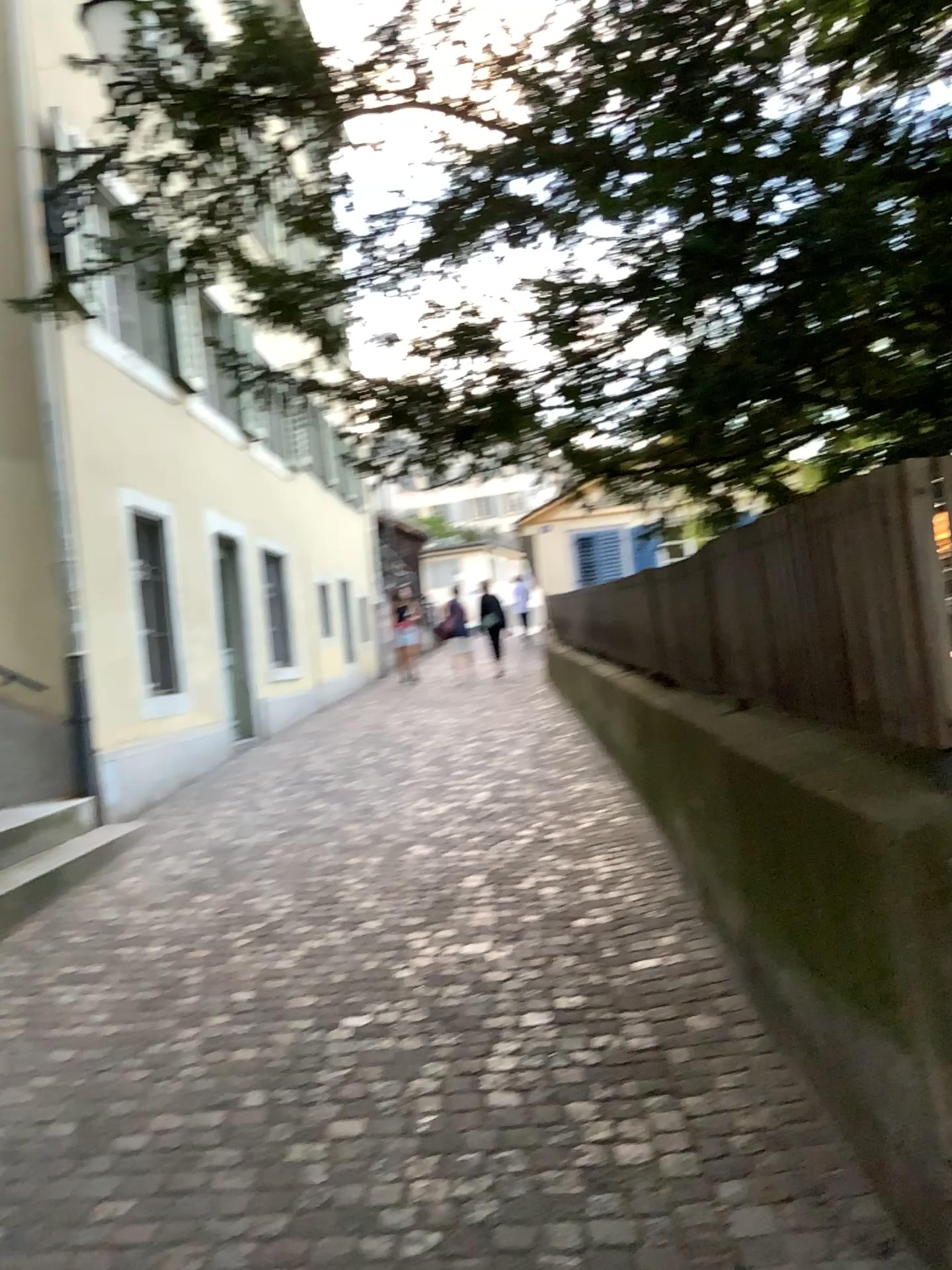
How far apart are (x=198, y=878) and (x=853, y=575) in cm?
382
